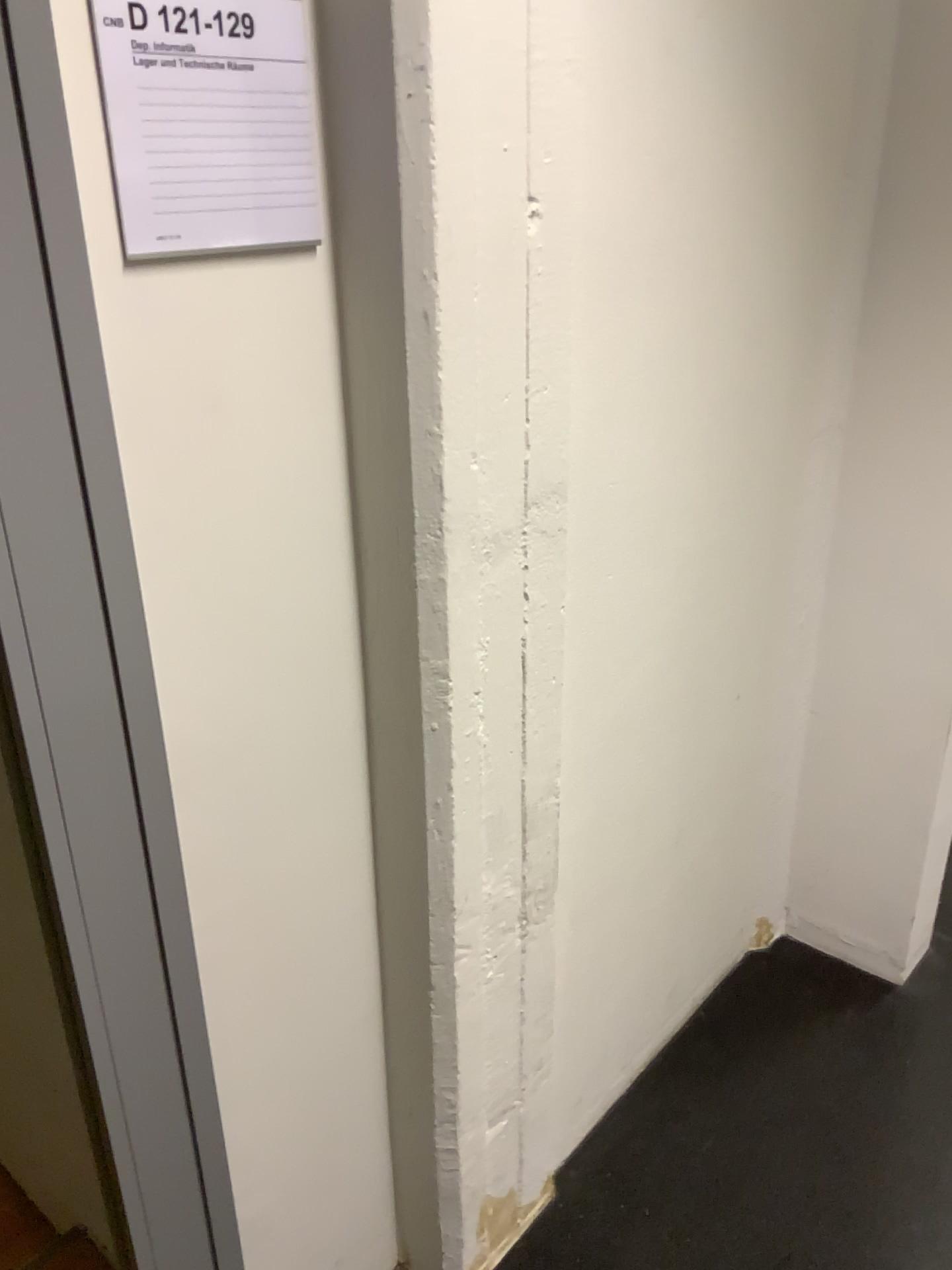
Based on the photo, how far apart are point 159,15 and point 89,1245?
1.7m

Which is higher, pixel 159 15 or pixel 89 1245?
pixel 159 15

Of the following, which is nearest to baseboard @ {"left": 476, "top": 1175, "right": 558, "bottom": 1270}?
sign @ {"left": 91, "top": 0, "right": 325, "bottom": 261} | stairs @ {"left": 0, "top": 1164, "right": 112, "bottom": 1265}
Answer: stairs @ {"left": 0, "top": 1164, "right": 112, "bottom": 1265}

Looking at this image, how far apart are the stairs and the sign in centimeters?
155cm

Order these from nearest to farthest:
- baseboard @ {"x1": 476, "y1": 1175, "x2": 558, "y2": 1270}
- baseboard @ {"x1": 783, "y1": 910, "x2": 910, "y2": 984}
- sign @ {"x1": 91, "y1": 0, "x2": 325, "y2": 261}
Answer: sign @ {"x1": 91, "y1": 0, "x2": 325, "y2": 261}, baseboard @ {"x1": 476, "y1": 1175, "x2": 558, "y2": 1270}, baseboard @ {"x1": 783, "y1": 910, "x2": 910, "y2": 984}

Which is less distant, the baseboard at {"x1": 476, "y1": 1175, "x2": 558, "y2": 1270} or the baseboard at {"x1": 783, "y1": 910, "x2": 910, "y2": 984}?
the baseboard at {"x1": 476, "y1": 1175, "x2": 558, "y2": 1270}

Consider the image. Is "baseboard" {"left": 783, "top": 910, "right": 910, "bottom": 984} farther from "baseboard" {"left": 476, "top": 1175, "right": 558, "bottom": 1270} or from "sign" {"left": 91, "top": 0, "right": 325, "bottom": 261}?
"sign" {"left": 91, "top": 0, "right": 325, "bottom": 261}

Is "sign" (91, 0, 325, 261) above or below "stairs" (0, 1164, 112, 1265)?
above

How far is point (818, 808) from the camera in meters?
2.1

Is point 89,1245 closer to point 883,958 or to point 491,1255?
point 491,1255
